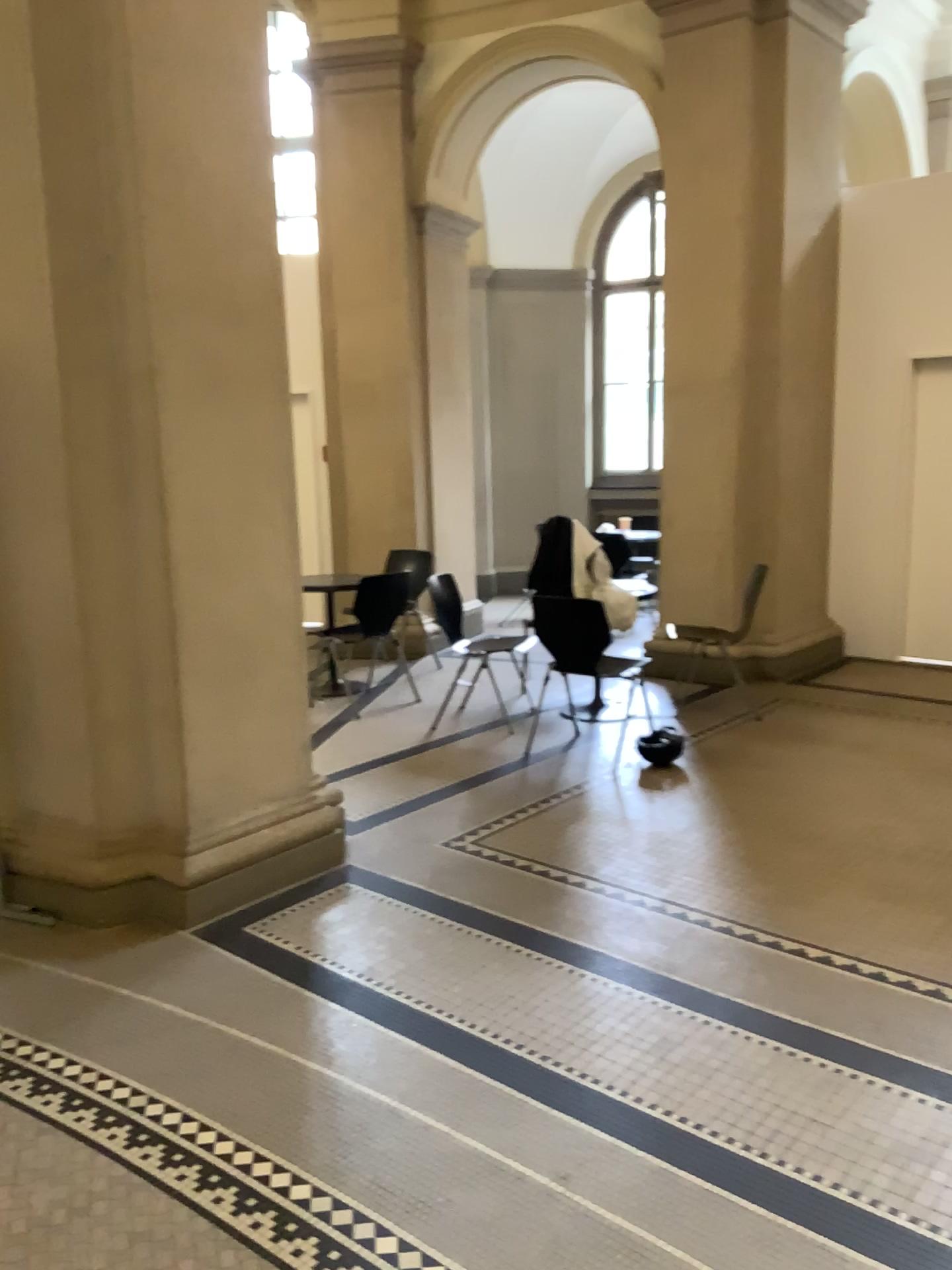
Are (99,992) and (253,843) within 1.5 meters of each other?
yes
